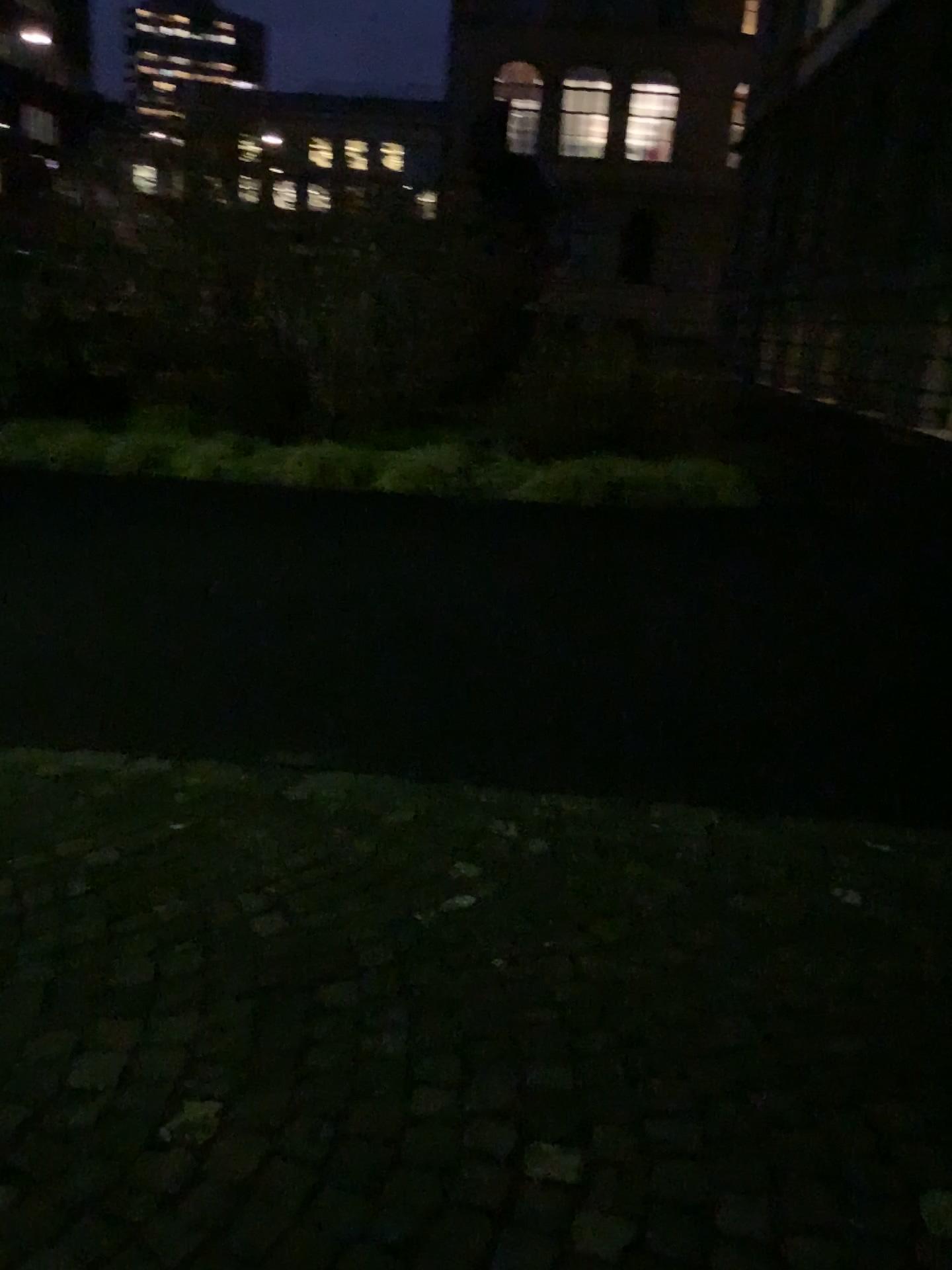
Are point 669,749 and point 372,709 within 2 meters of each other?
yes
